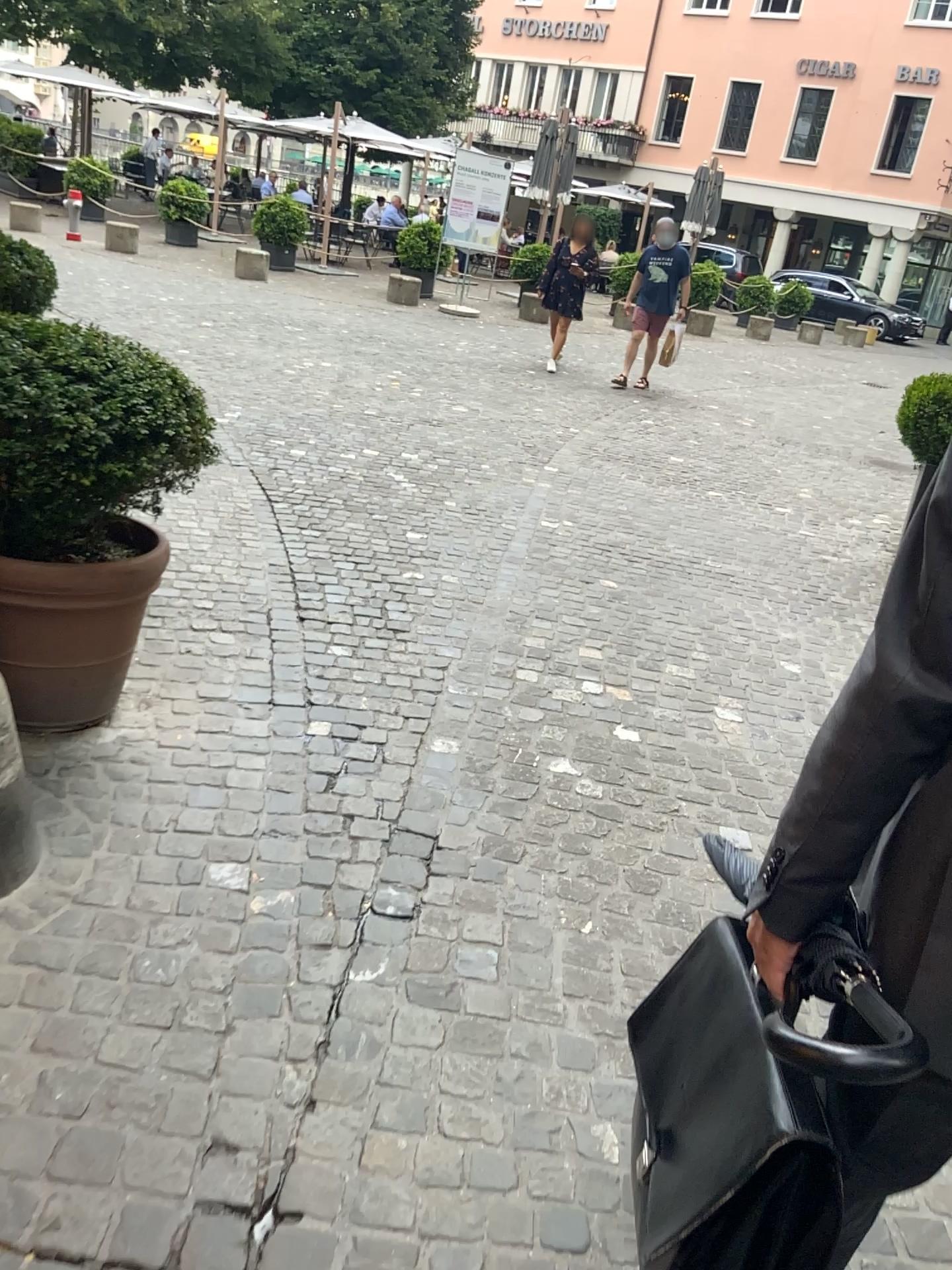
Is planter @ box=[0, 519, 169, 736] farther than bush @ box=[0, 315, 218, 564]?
Yes

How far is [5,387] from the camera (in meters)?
2.26

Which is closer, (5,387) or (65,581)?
(5,387)

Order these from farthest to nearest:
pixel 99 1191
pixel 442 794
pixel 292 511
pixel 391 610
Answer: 1. pixel 292 511
2. pixel 391 610
3. pixel 442 794
4. pixel 99 1191

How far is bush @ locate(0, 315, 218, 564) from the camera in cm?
226

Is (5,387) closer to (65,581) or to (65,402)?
(65,402)

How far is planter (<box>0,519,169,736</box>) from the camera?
2.52m
